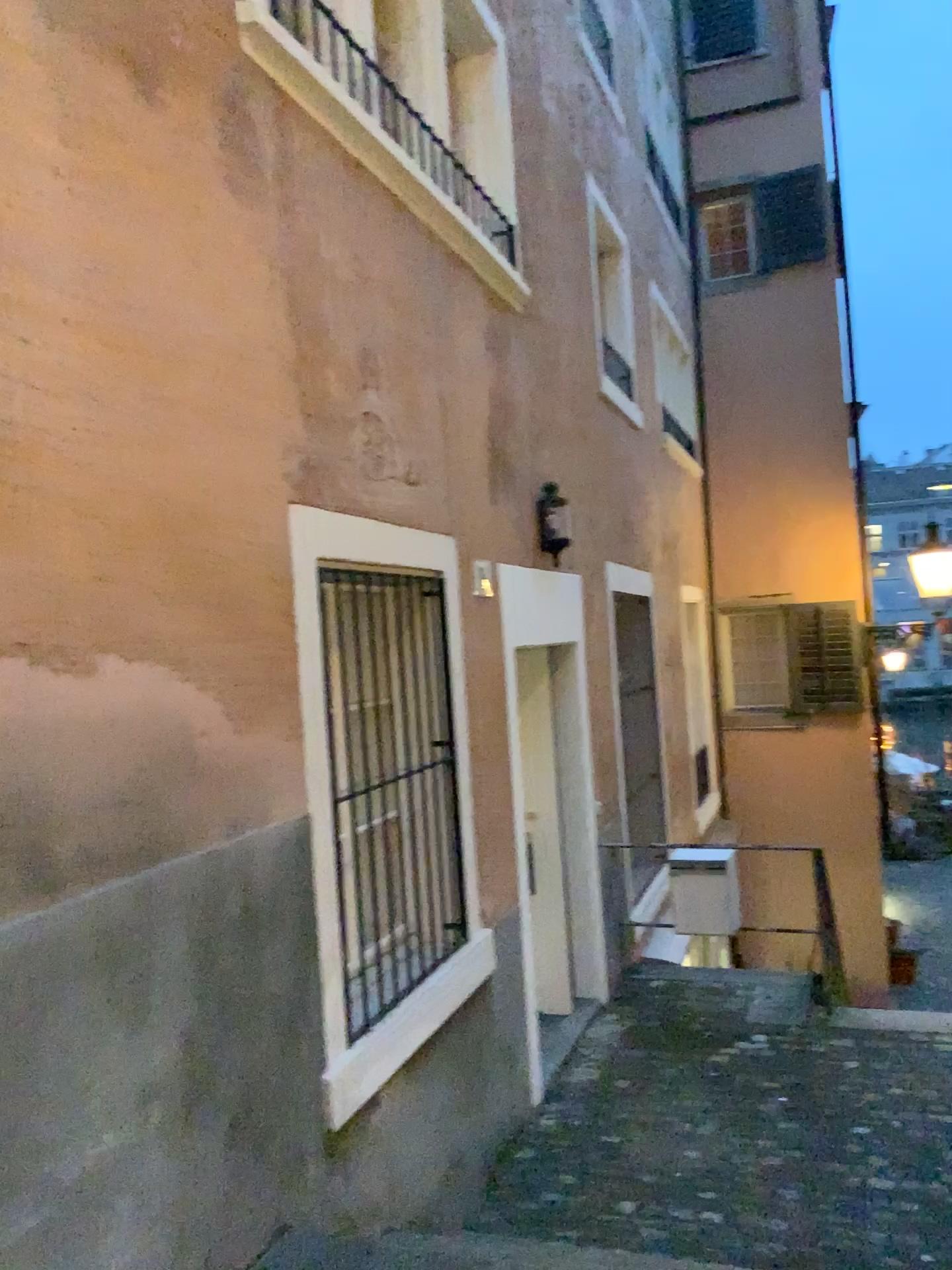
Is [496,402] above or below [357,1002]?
above
